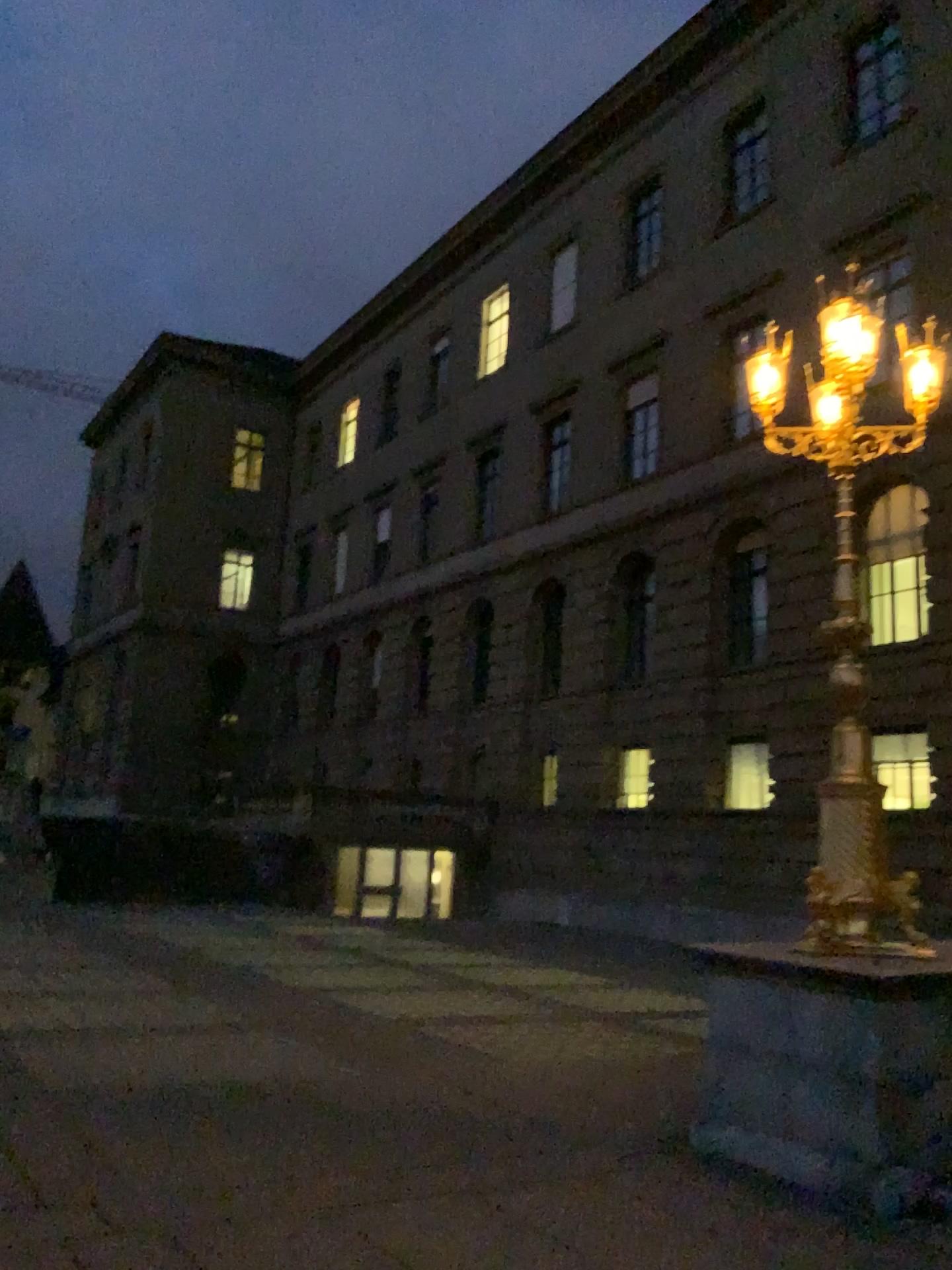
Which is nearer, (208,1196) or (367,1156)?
(208,1196)
